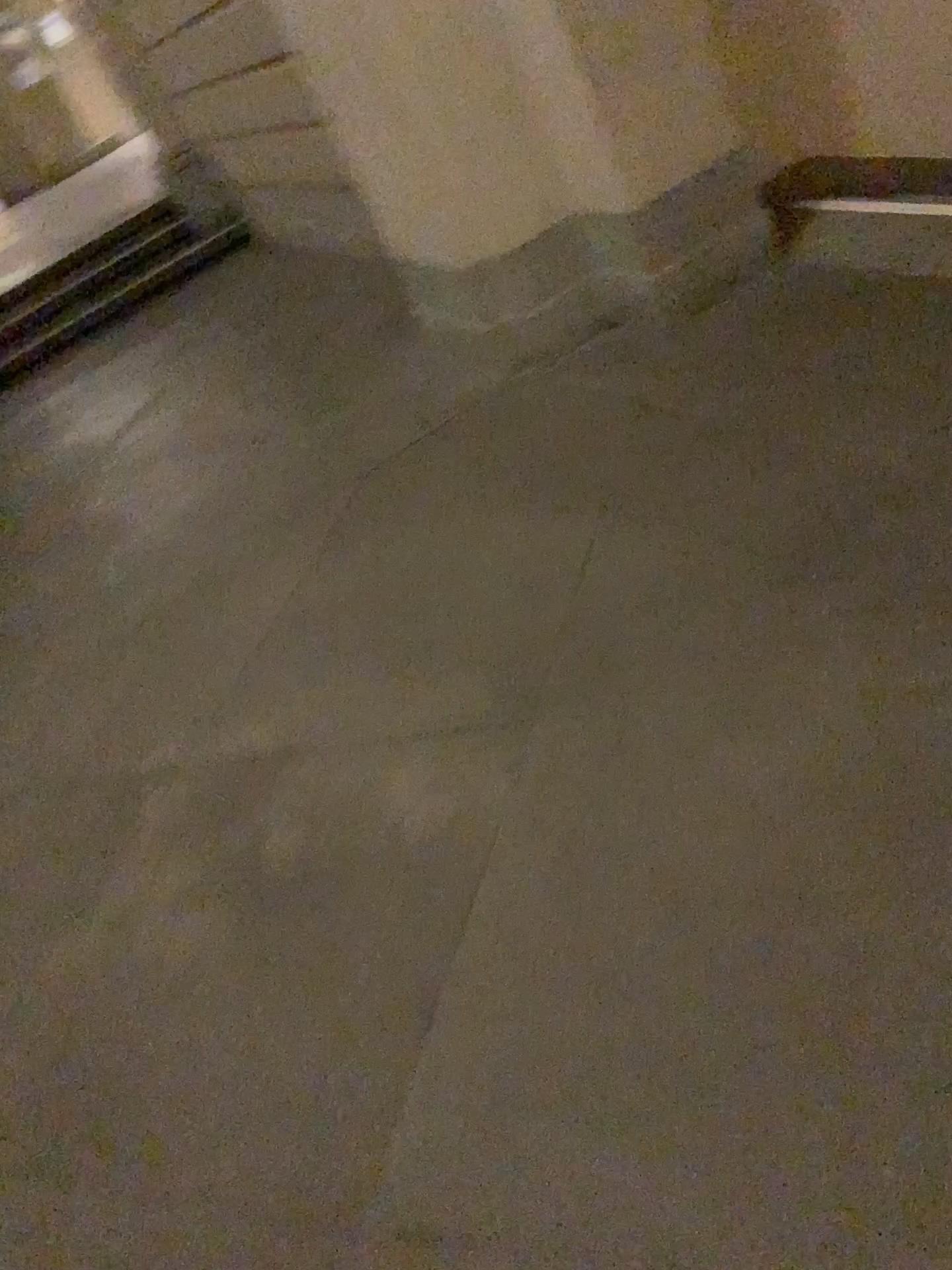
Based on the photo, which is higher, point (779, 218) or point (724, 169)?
point (724, 169)

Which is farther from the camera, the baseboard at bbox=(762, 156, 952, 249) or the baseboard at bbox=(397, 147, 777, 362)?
the baseboard at bbox=(762, 156, 952, 249)

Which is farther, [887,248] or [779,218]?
[779,218]

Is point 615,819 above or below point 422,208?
below

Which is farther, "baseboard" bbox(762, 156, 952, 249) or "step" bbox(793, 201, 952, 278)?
"baseboard" bbox(762, 156, 952, 249)

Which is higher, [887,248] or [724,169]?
[724,169]
